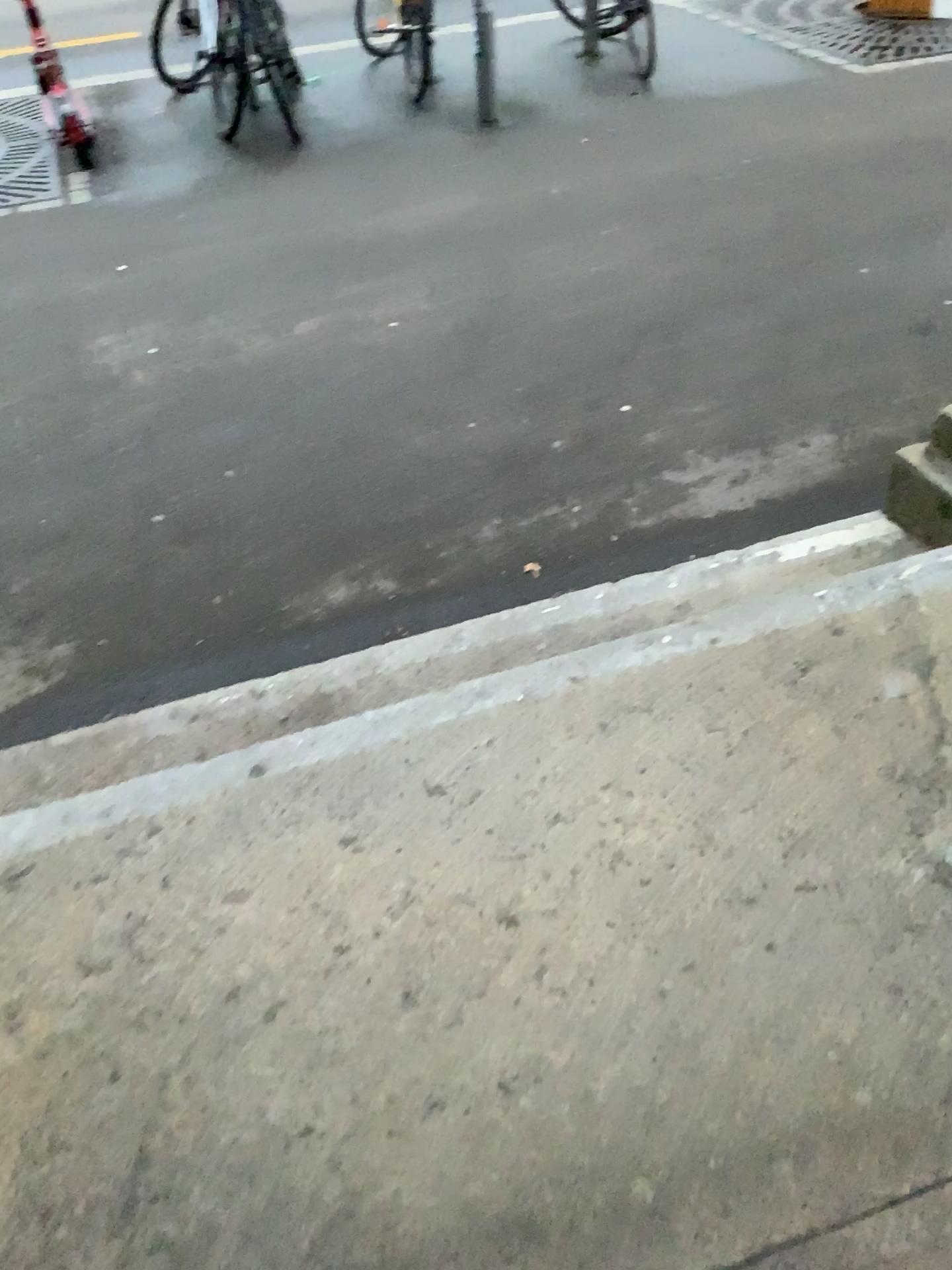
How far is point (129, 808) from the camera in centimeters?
166cm

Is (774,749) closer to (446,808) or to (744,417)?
(446,808)

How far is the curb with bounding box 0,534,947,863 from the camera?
1.66m
